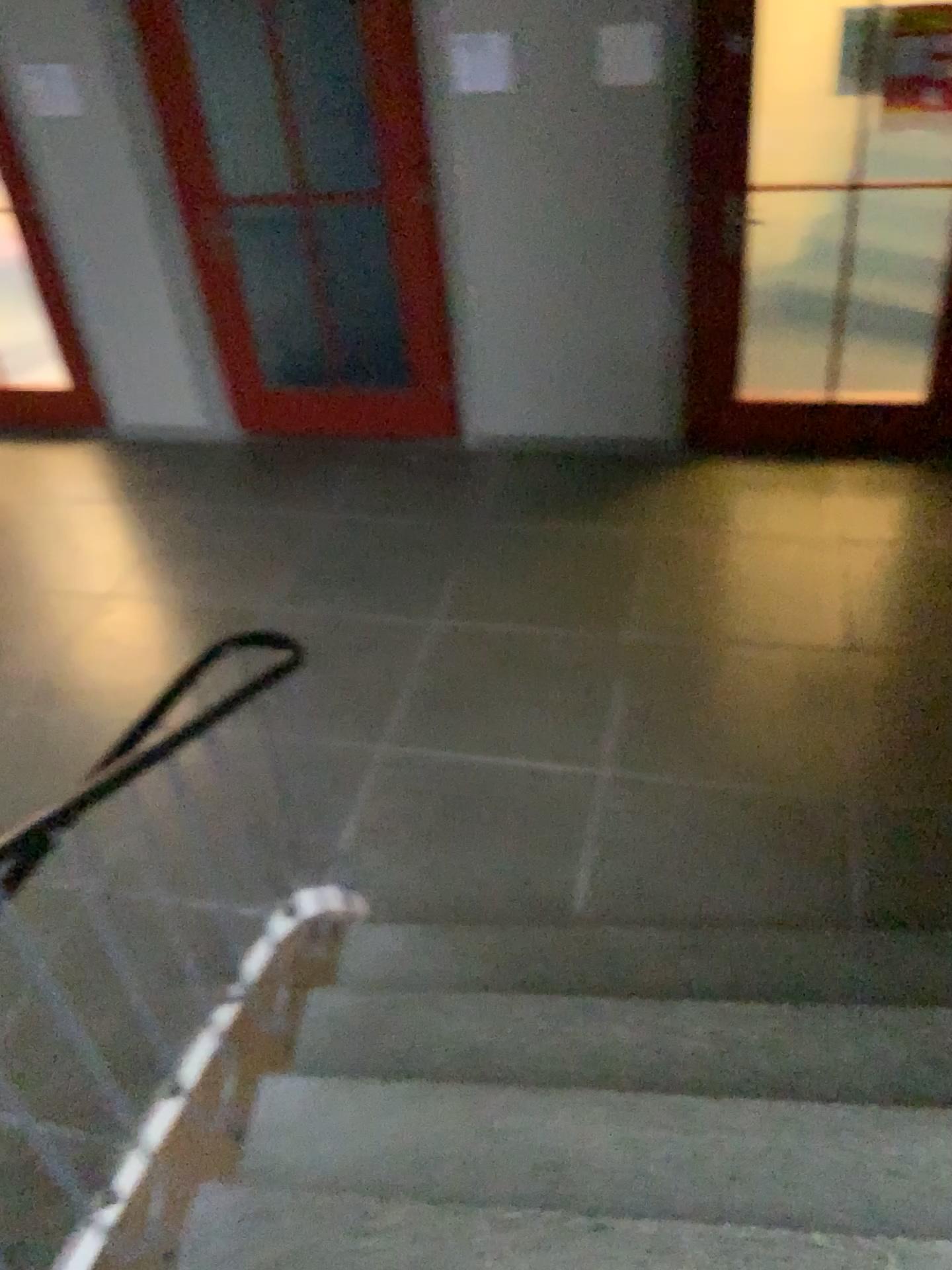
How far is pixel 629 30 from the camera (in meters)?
3.84

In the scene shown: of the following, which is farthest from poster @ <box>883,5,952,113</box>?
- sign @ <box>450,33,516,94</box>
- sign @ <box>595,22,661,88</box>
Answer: sign @ <box>450,33,516,94</box>

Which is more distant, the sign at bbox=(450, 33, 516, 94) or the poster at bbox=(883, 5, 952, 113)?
the sign at bbox=(450, 33, 516, 94)

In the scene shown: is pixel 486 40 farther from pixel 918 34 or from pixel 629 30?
pixel 918 34

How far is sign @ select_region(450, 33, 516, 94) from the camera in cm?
398

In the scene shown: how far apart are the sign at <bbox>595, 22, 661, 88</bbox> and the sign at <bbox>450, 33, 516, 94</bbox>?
0.35m

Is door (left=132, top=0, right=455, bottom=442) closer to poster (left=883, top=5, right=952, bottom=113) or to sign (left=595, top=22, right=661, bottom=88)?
sign (left=595, top=22, right=661, bottom=88)

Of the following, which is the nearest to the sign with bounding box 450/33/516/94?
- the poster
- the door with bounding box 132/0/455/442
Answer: the door with bounding box 132/0/455/442

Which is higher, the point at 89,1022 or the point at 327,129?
the point at 327,129

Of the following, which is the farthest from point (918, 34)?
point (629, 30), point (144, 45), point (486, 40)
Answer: point (144, 45)
